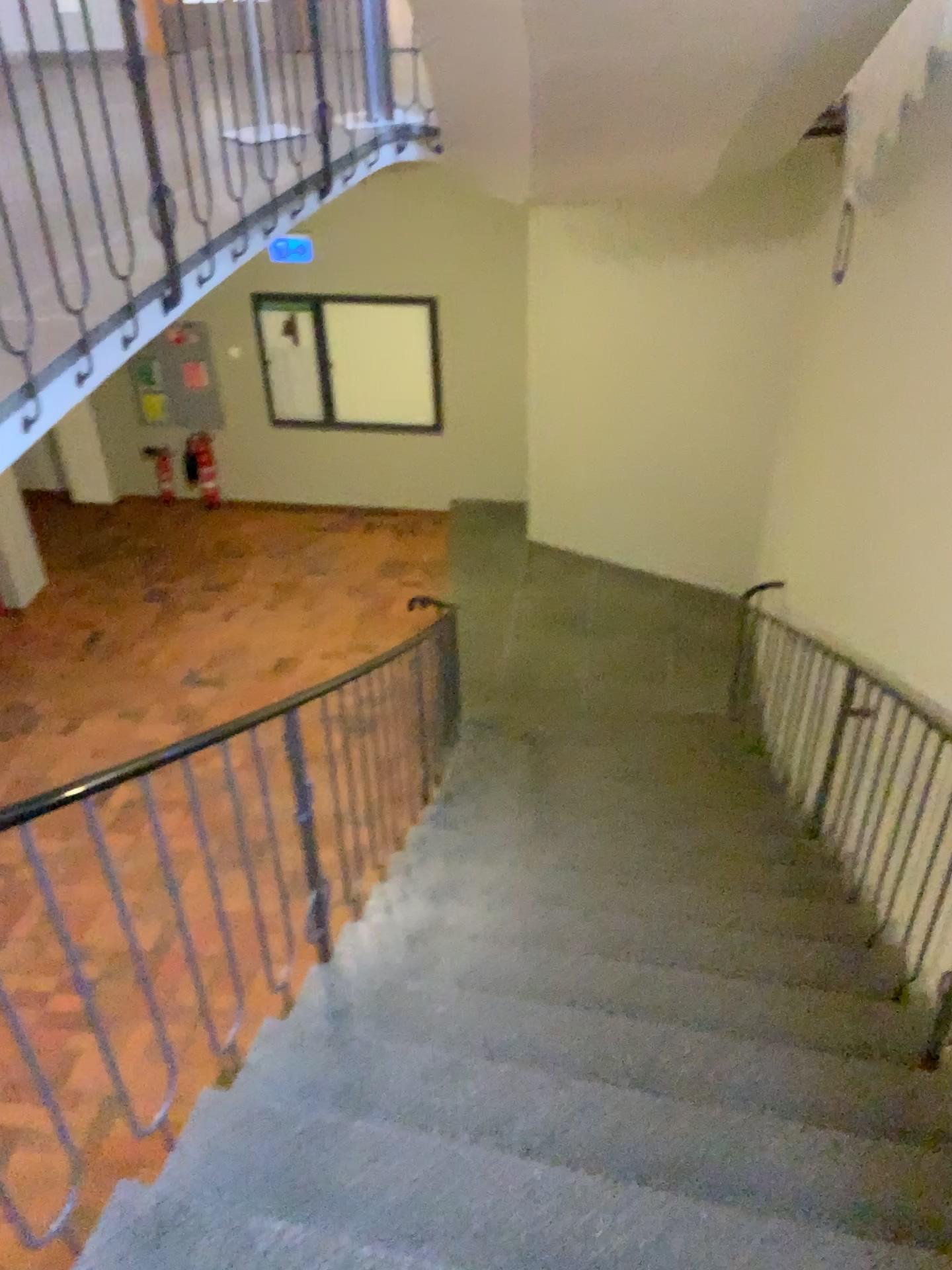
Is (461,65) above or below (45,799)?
above
